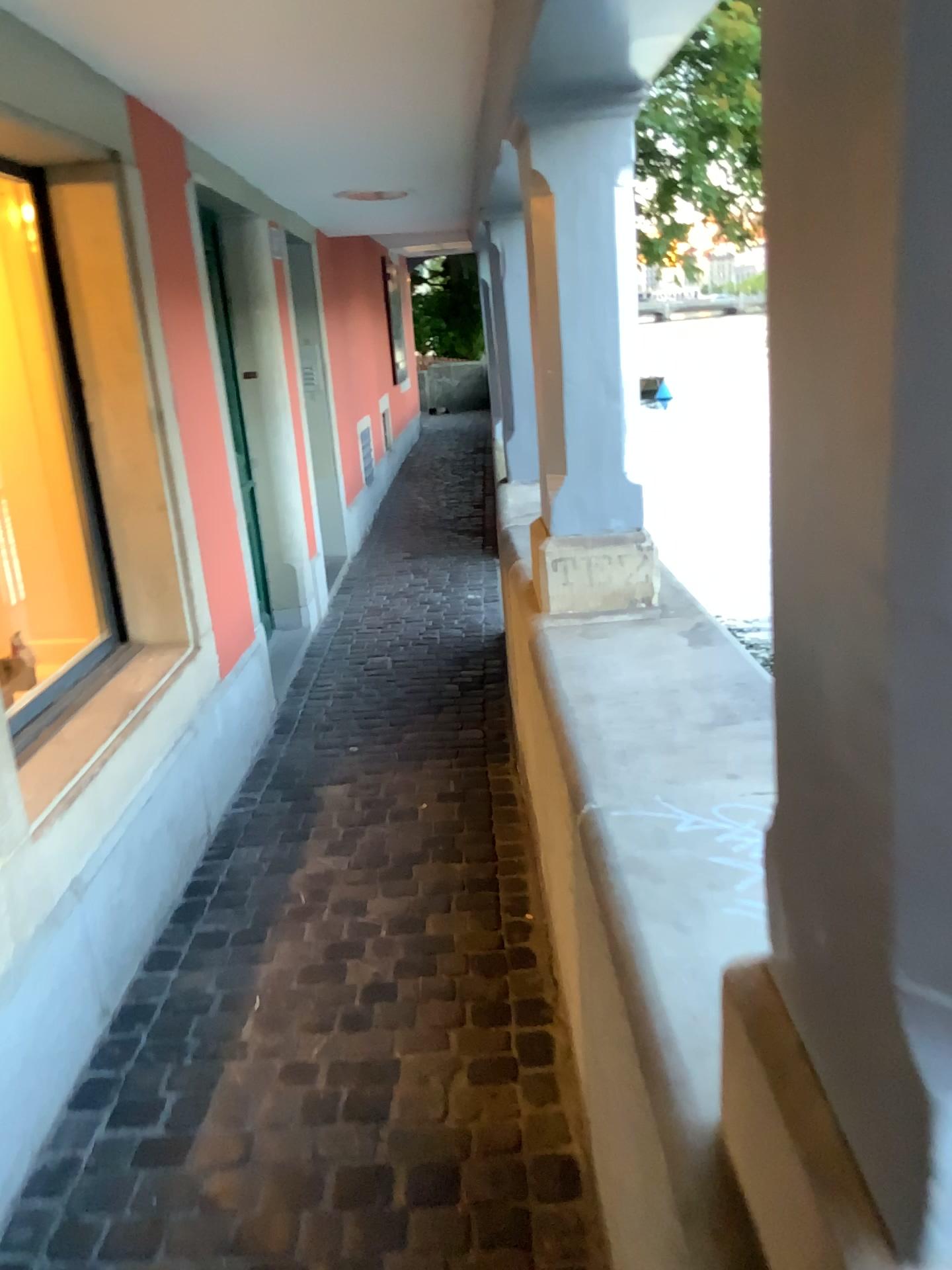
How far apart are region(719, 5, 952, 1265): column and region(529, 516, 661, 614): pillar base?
1.7m

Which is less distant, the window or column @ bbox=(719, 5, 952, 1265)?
column @ bbox=(719, 5, 952, 1265)

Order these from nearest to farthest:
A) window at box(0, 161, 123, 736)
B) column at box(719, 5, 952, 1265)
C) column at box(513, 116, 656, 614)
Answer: column at box(719, 5, 952, 1265) < column at box(513, 116, 656, 614) < window at box(0, 161, 123, 736)

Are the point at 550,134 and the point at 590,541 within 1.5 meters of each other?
yes

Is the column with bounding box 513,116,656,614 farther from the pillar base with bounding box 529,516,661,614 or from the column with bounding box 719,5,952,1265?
the column with bounding box 719,5,952,1265

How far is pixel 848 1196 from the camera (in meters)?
0.63

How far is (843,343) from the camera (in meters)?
0.54

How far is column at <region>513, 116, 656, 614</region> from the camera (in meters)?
2.26

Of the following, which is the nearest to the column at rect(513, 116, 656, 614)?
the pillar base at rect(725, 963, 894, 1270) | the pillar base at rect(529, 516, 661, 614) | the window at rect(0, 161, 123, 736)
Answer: the pillar base at rect(529, 516, 661, 614)

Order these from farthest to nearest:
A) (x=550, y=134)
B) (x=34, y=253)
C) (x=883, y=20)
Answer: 1. (x=34, y=253)
2. (x=550, y=134)
3. (x=883, y=20)
